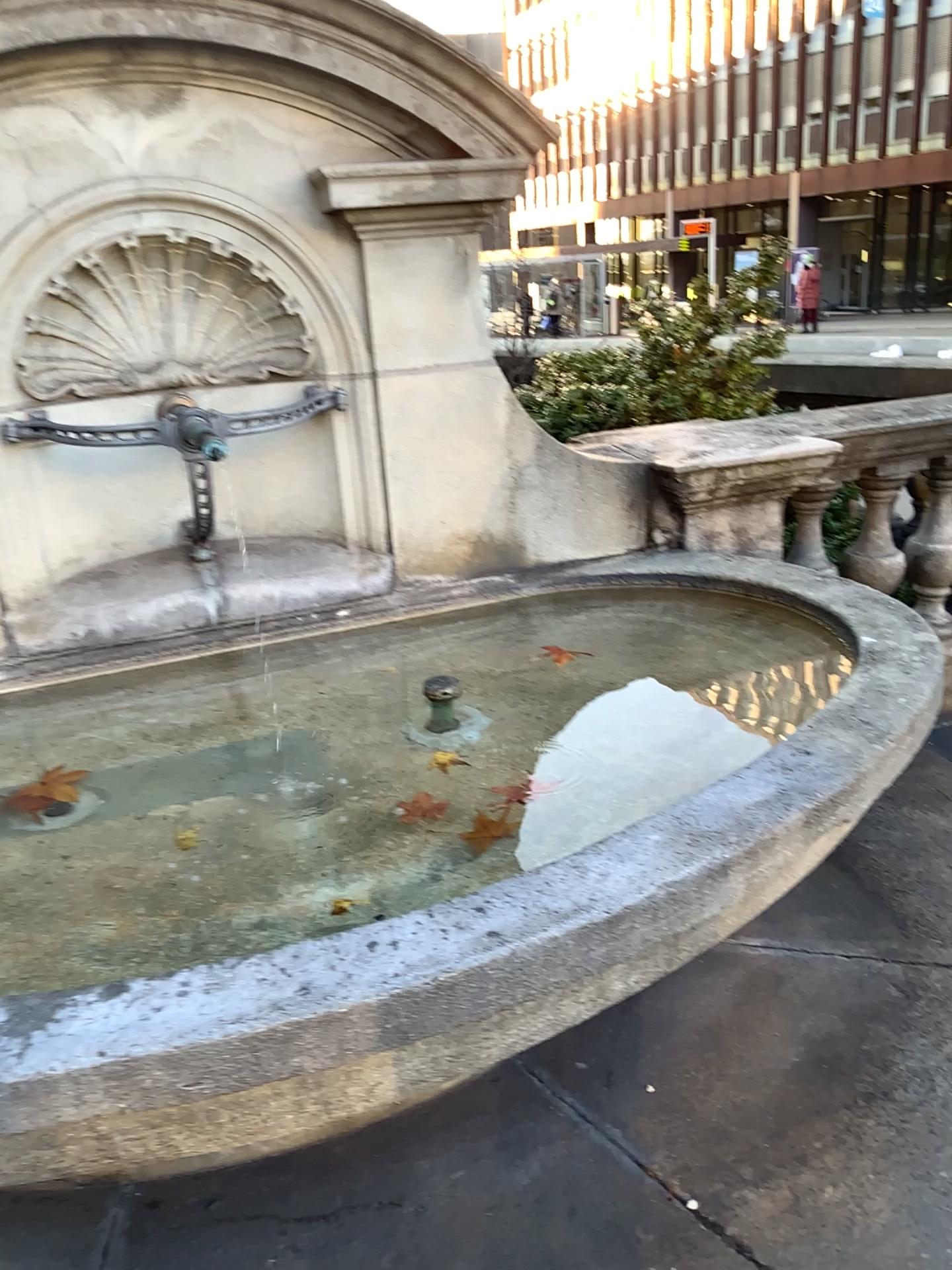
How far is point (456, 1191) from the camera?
1.9m
